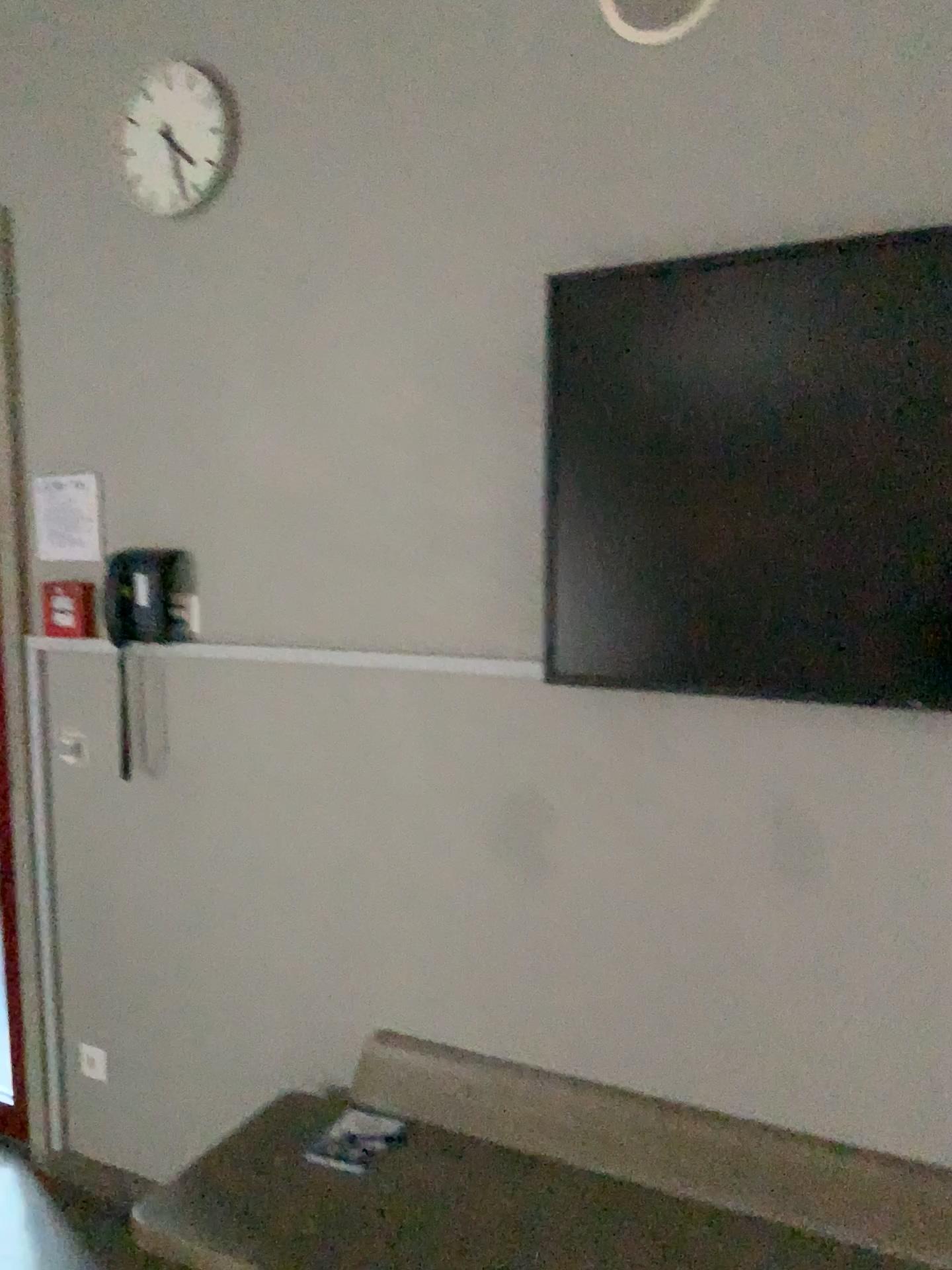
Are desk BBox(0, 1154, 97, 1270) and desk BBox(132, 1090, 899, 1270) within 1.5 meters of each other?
yes

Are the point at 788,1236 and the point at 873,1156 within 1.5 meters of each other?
yes

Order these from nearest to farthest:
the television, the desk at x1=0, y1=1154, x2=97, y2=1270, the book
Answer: the television → the book → the desk at x1=0, y1=1154, x2=97, y2=1270

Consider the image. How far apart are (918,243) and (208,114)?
1.5m

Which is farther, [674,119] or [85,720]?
[85,720]

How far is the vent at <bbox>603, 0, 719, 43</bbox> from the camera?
1.80m

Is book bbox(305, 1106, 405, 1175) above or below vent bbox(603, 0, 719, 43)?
below

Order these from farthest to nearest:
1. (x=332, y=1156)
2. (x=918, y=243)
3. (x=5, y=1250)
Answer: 1. (x=5, y=1250)
2. (x=332, y=1156)
3. (x=918, y=243)

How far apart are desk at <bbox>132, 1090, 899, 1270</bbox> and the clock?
2.0 meters

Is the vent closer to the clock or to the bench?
the clock
